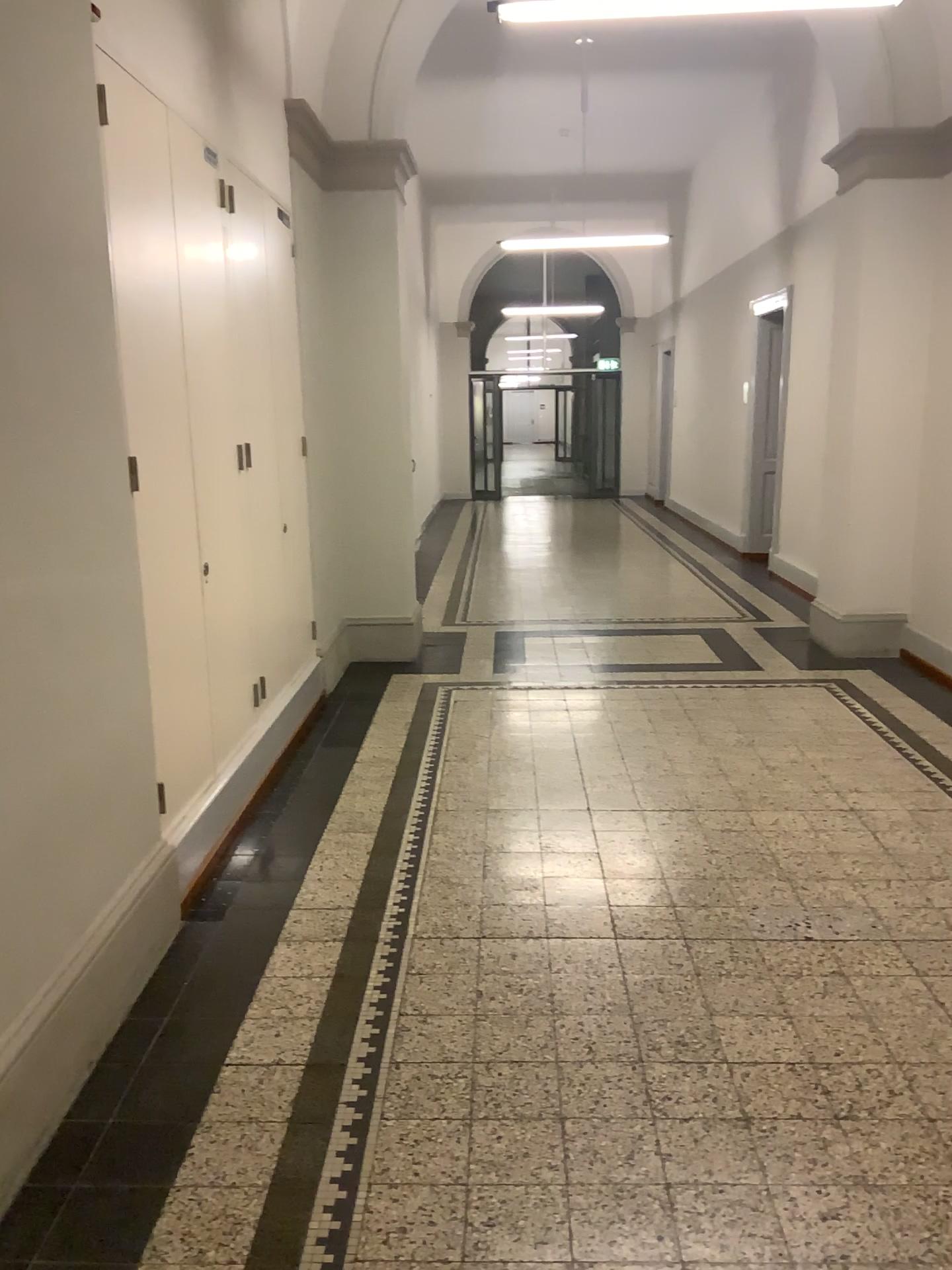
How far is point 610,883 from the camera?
3.46m
